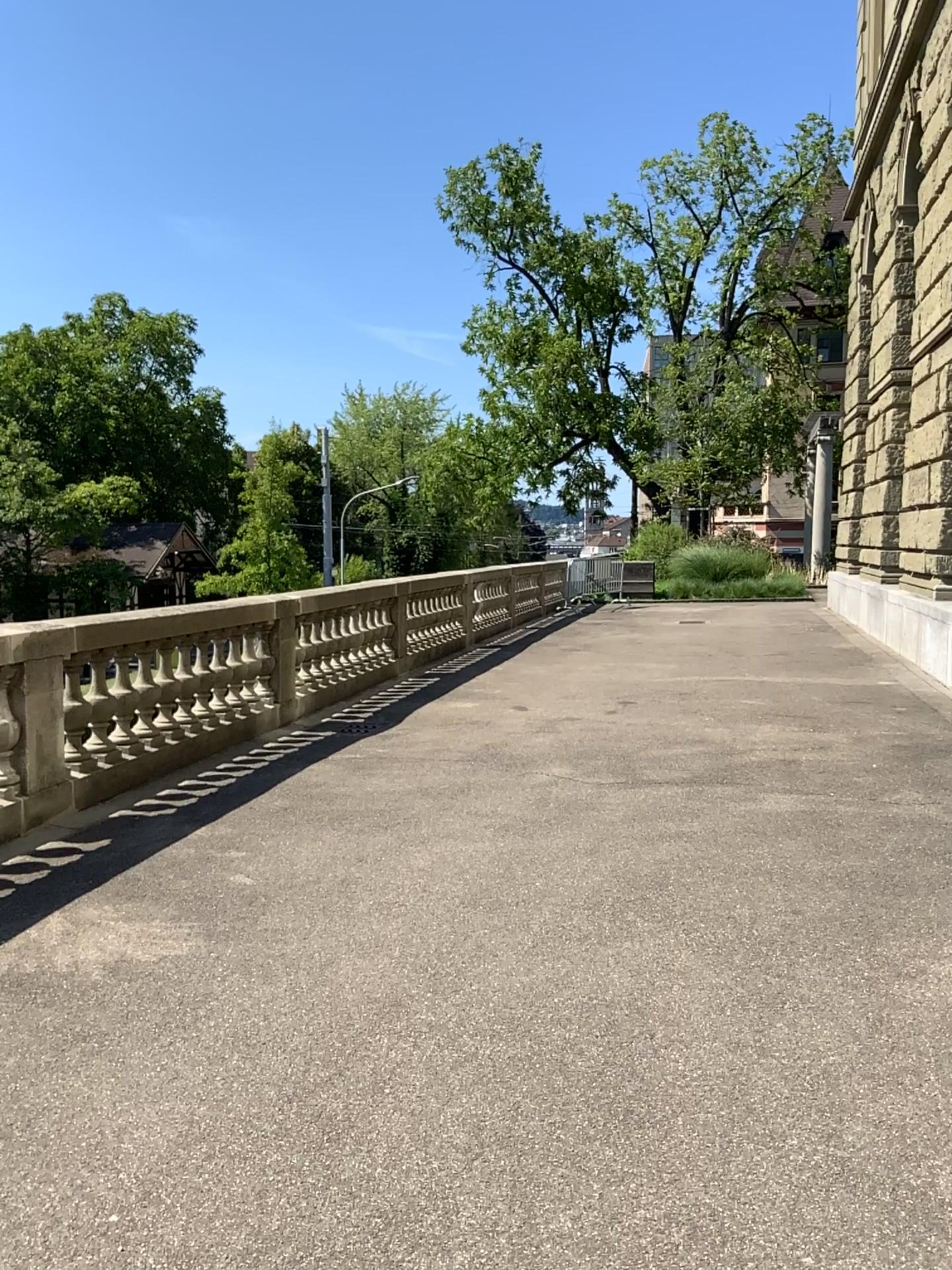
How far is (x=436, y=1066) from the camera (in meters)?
2.96
